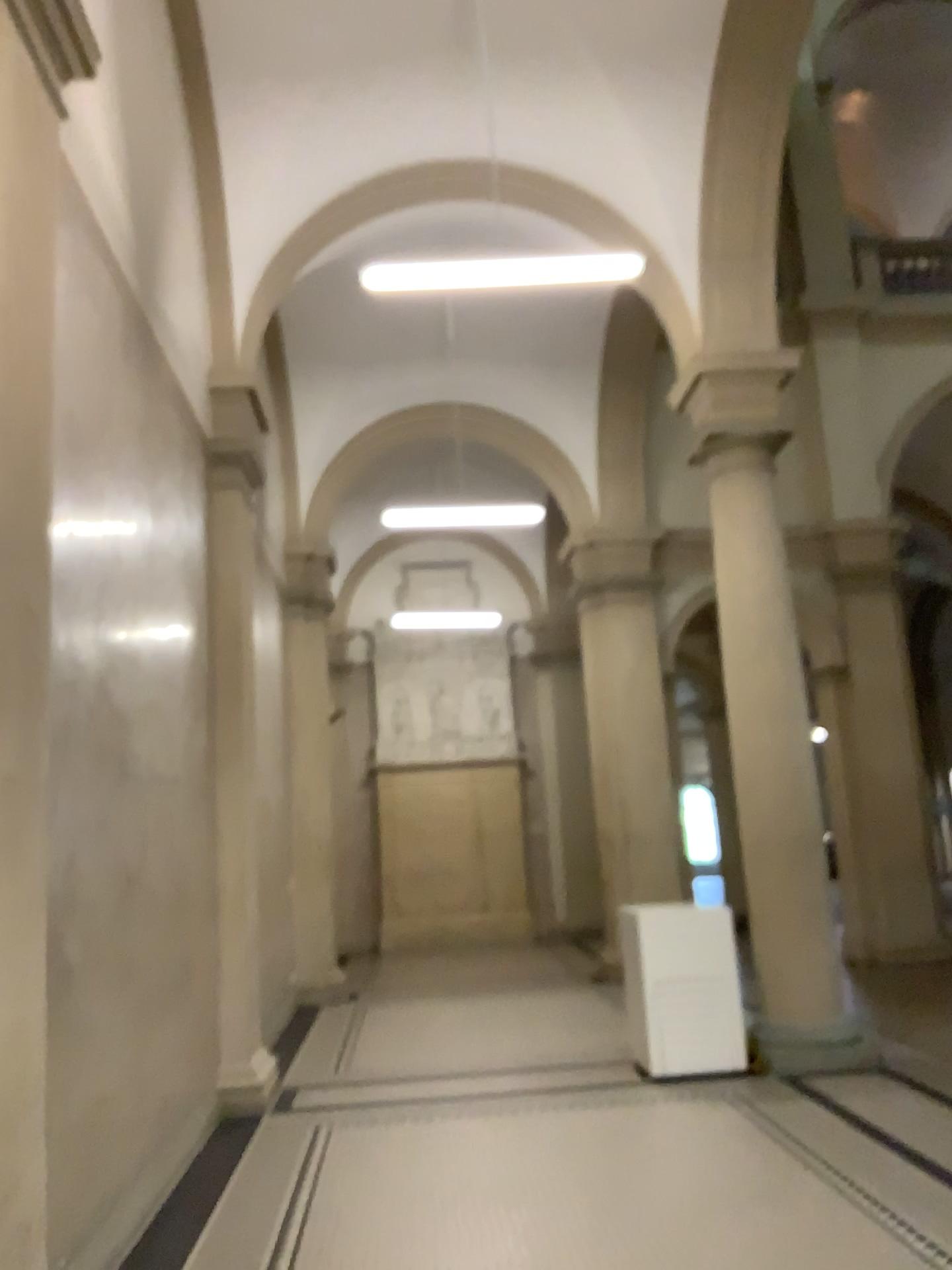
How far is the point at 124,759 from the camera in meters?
4.5
